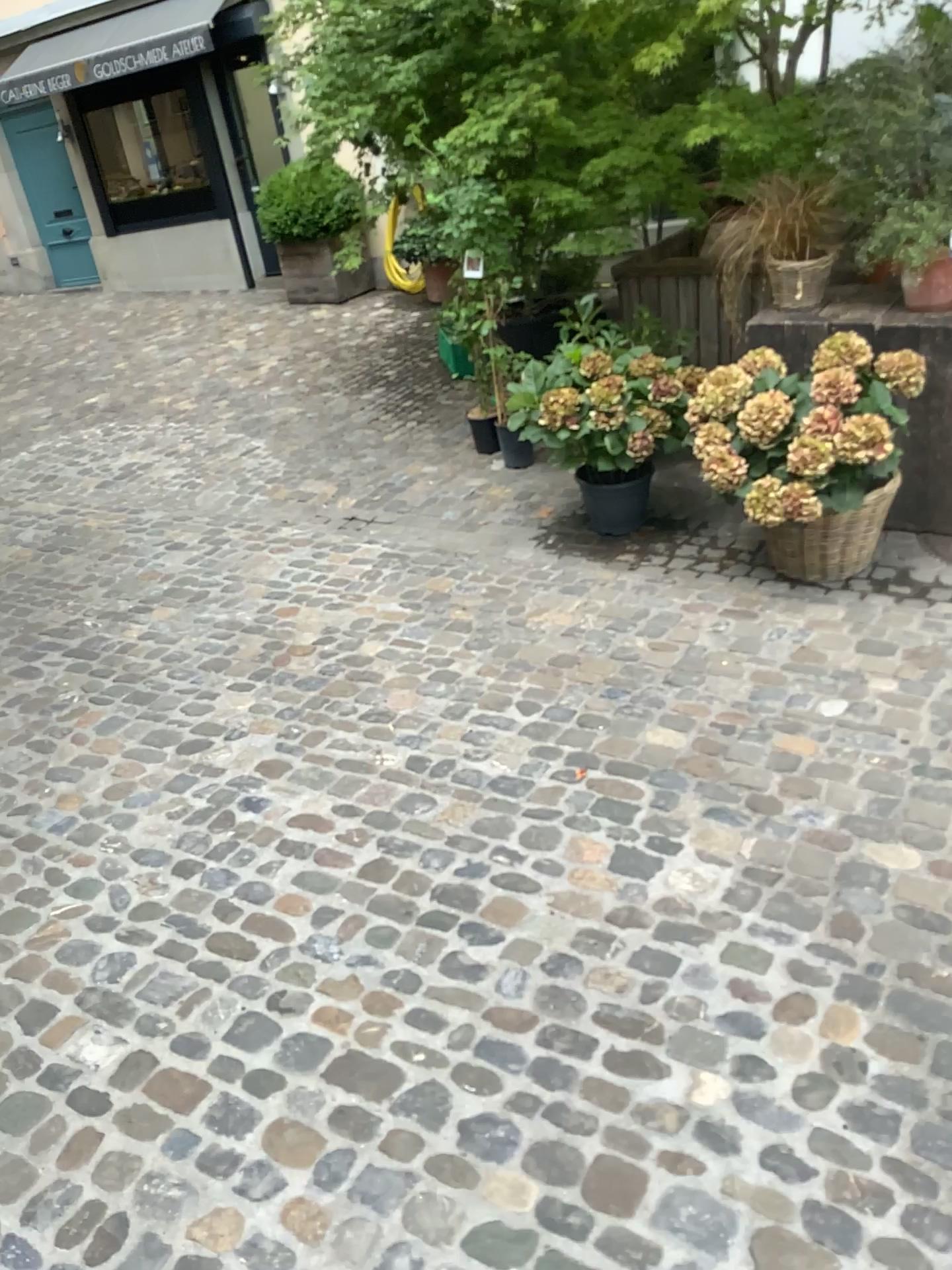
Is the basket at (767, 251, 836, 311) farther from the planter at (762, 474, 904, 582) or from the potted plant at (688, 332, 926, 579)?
the planter at (762, 474, 904, 582)

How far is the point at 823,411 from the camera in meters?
3.3

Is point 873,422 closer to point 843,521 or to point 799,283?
point 843,521

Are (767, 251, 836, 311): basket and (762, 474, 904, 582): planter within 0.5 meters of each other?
no

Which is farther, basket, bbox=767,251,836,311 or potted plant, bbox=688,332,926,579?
basket, bbox=767,251,836,311

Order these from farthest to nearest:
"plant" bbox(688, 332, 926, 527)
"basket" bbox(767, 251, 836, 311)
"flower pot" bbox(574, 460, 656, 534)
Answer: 1. "flower pot" bbox(574, 460, 656, 534)
2. "basket" bbox(767, 251, 836, 311)
3. "plant" bbox(688, 332, 926, 527)

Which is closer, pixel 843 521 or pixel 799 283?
pixel 843 521

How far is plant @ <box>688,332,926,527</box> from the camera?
3.3 meters

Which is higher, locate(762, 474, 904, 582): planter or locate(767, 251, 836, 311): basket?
locate(767, 251, 836, 311): basket

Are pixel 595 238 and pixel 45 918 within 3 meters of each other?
no
